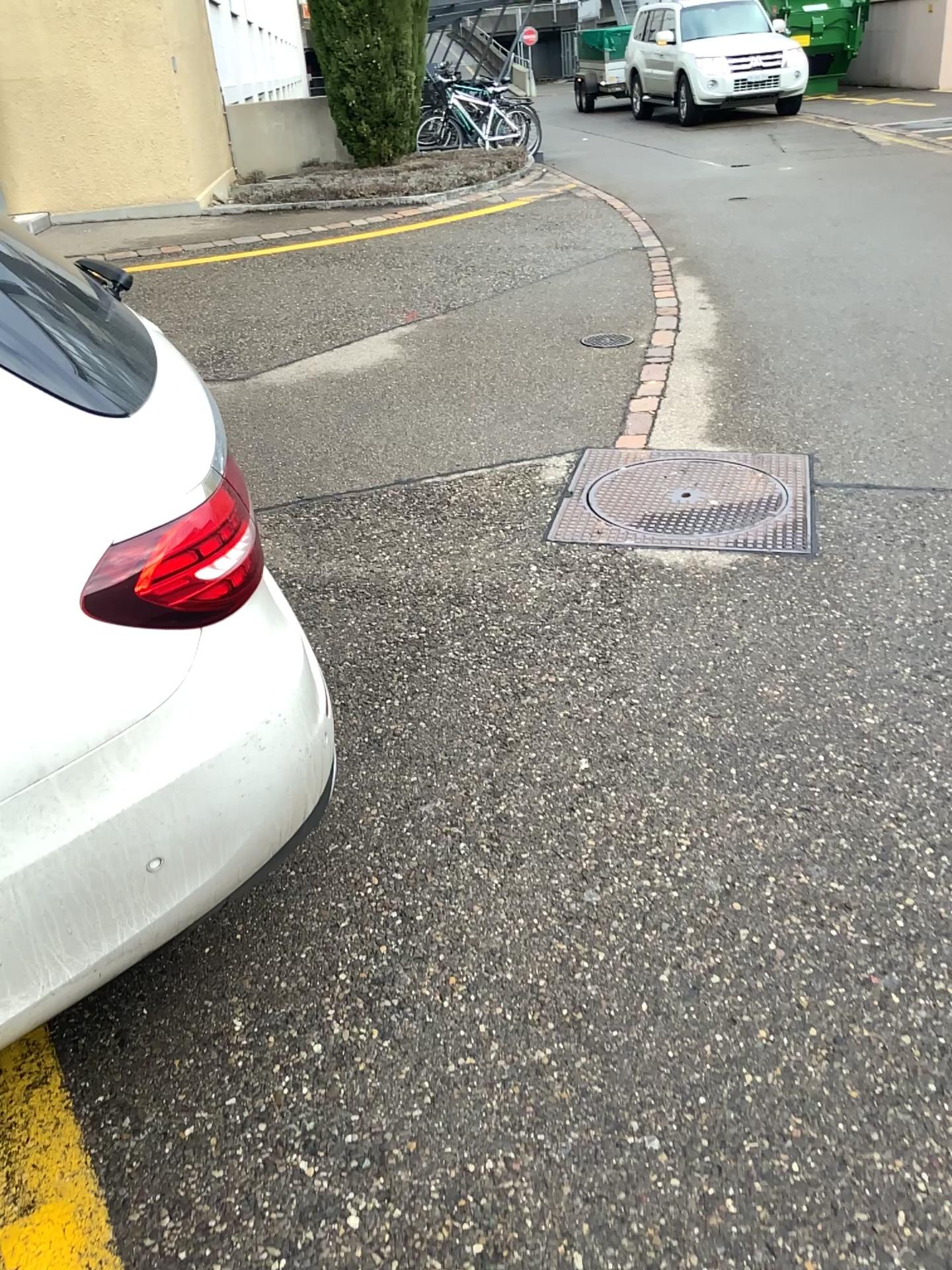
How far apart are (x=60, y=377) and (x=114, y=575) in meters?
0.3 m

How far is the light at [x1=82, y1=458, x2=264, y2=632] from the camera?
1.34m

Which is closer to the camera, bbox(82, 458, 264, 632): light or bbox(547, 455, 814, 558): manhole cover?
bbox(82, 458, 264, 632): light

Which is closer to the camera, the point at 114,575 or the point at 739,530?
the point at 114,575

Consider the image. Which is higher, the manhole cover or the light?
the light

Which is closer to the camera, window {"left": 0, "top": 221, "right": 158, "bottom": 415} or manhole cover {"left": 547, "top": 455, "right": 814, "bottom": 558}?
window {"left": 0, "top": 221, "right": 158, "bottom": 415}

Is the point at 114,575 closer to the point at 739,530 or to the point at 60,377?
the point at 60,377

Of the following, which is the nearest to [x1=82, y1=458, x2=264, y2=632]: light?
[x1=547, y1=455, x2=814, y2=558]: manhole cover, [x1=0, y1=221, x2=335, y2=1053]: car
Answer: [x1=0, y1=221, x2=335, y2=1053]: car

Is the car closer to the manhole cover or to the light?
the light

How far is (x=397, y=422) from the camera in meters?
4.3 m
